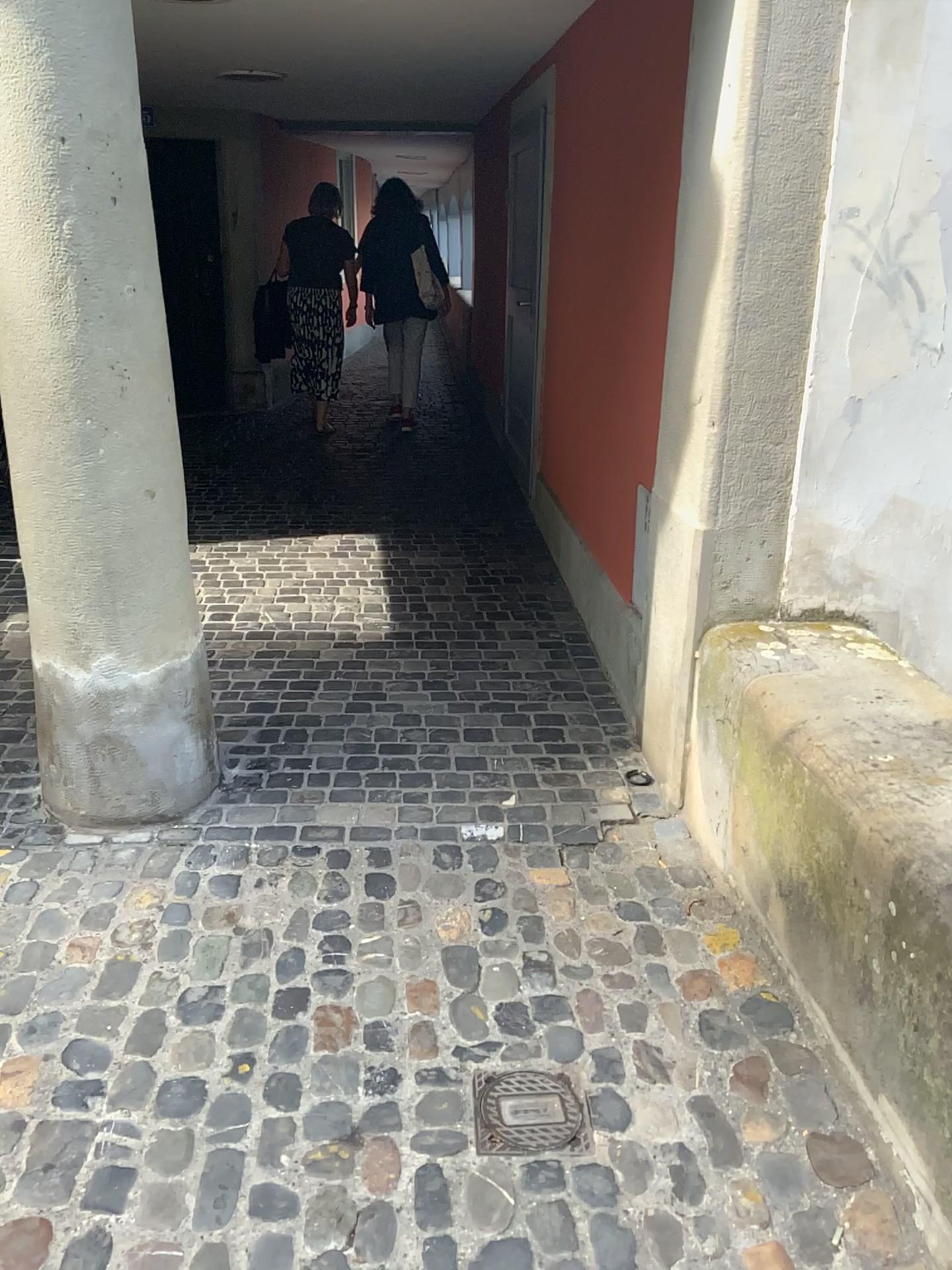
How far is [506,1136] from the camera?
1.8m

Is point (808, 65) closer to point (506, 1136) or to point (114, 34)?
point (114, 34)

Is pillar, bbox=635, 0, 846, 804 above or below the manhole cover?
above

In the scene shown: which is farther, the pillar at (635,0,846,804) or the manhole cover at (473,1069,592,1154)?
the pillar at (635,0,846,804)

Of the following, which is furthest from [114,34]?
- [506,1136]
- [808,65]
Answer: [506,1136]

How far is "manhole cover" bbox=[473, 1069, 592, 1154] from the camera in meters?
1.8

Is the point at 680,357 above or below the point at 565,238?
below
